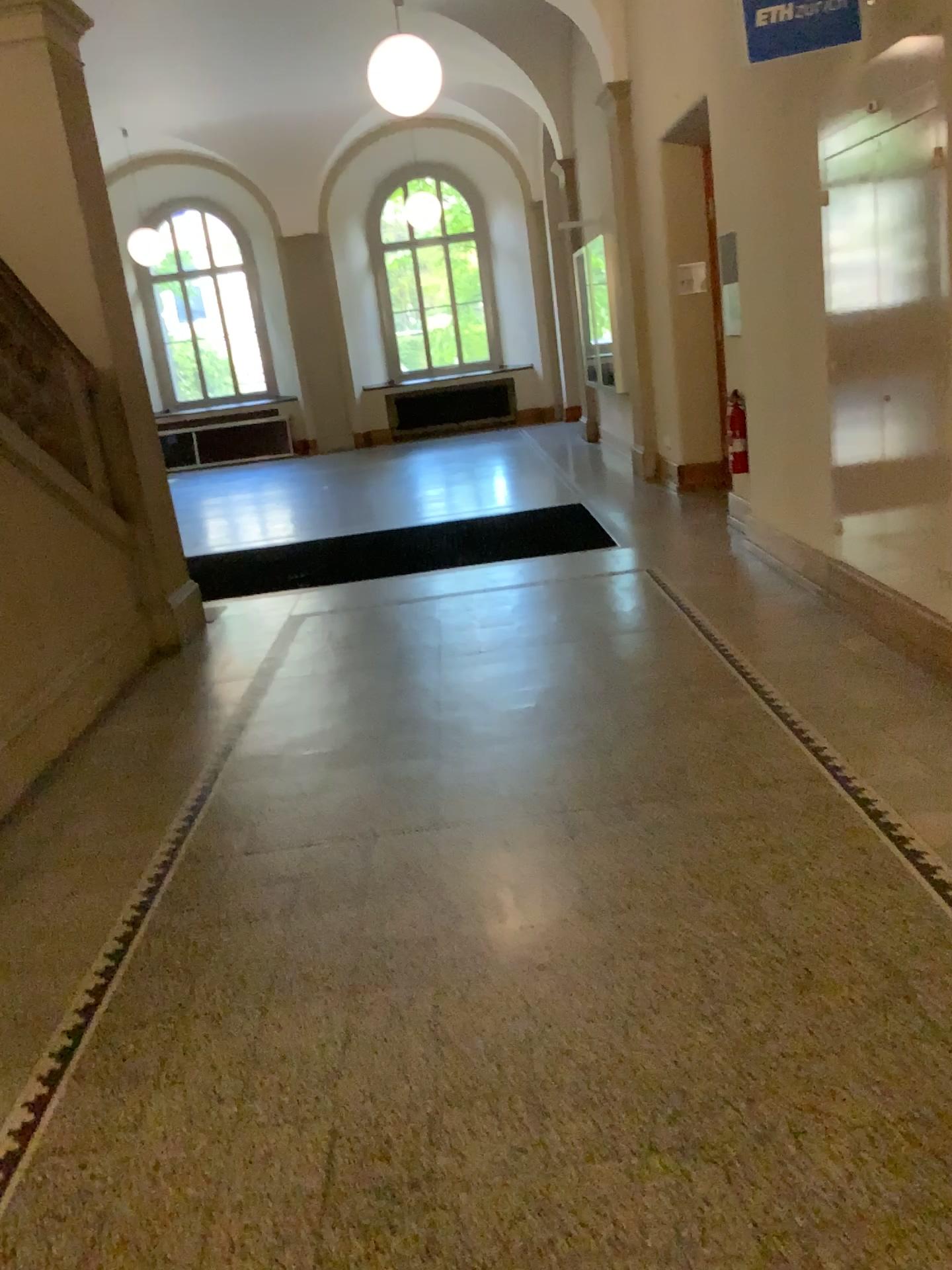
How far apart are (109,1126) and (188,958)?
0.6m
